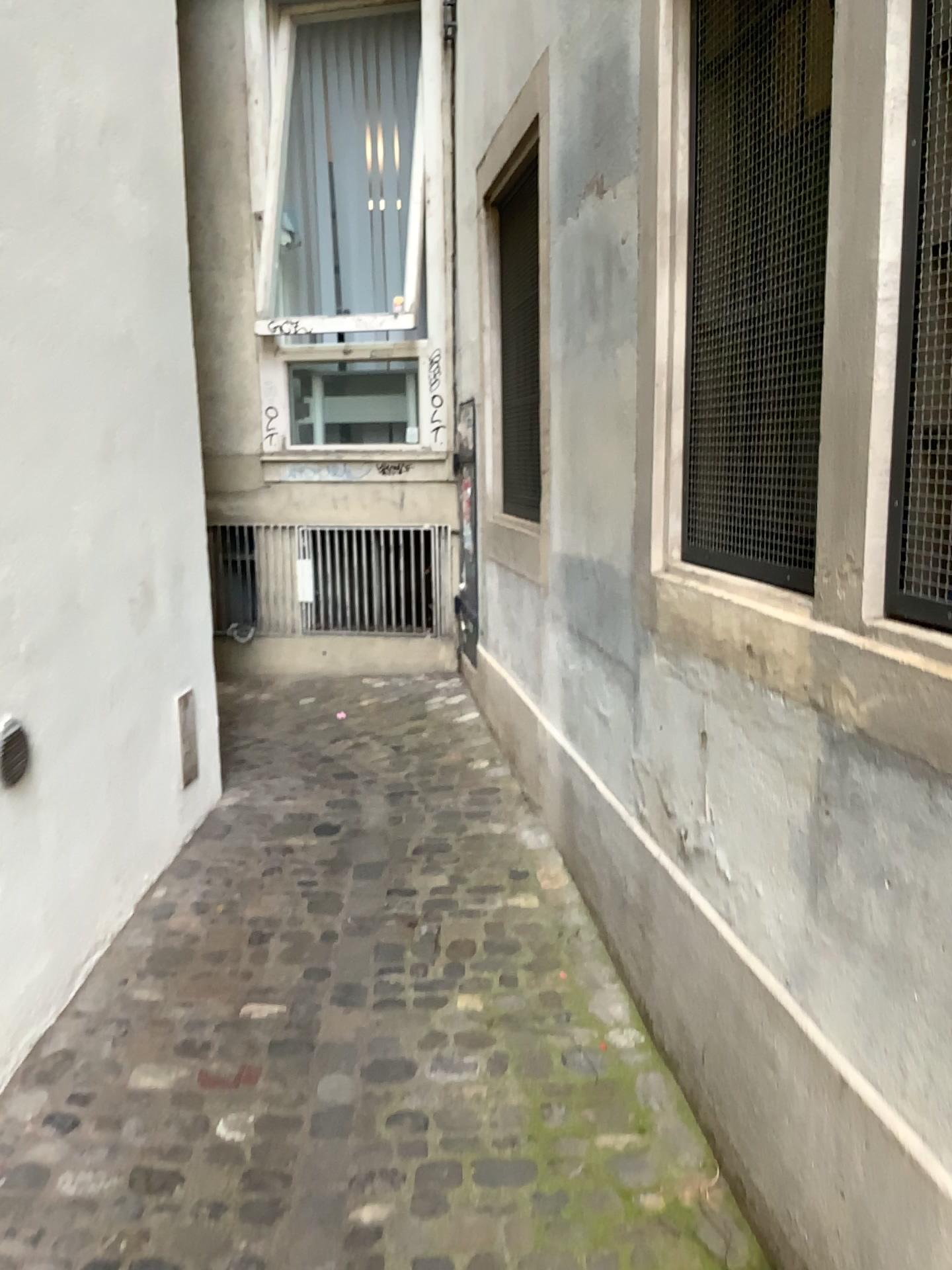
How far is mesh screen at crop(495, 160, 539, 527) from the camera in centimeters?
408cm

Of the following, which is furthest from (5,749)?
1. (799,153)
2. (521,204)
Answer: (521,204)

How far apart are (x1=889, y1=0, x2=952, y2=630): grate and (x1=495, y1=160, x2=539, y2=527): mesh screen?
2.6m

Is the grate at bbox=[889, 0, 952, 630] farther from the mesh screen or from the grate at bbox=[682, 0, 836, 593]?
the mesh screen

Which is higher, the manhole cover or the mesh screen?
the mesh screen

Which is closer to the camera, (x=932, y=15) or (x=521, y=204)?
(x=932, y=15)

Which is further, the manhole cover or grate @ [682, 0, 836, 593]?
the manhole cover

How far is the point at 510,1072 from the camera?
2.30m

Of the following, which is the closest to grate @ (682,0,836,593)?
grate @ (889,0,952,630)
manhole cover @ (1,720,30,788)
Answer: grate @ (889,0,952,630)

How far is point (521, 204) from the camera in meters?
4.1
